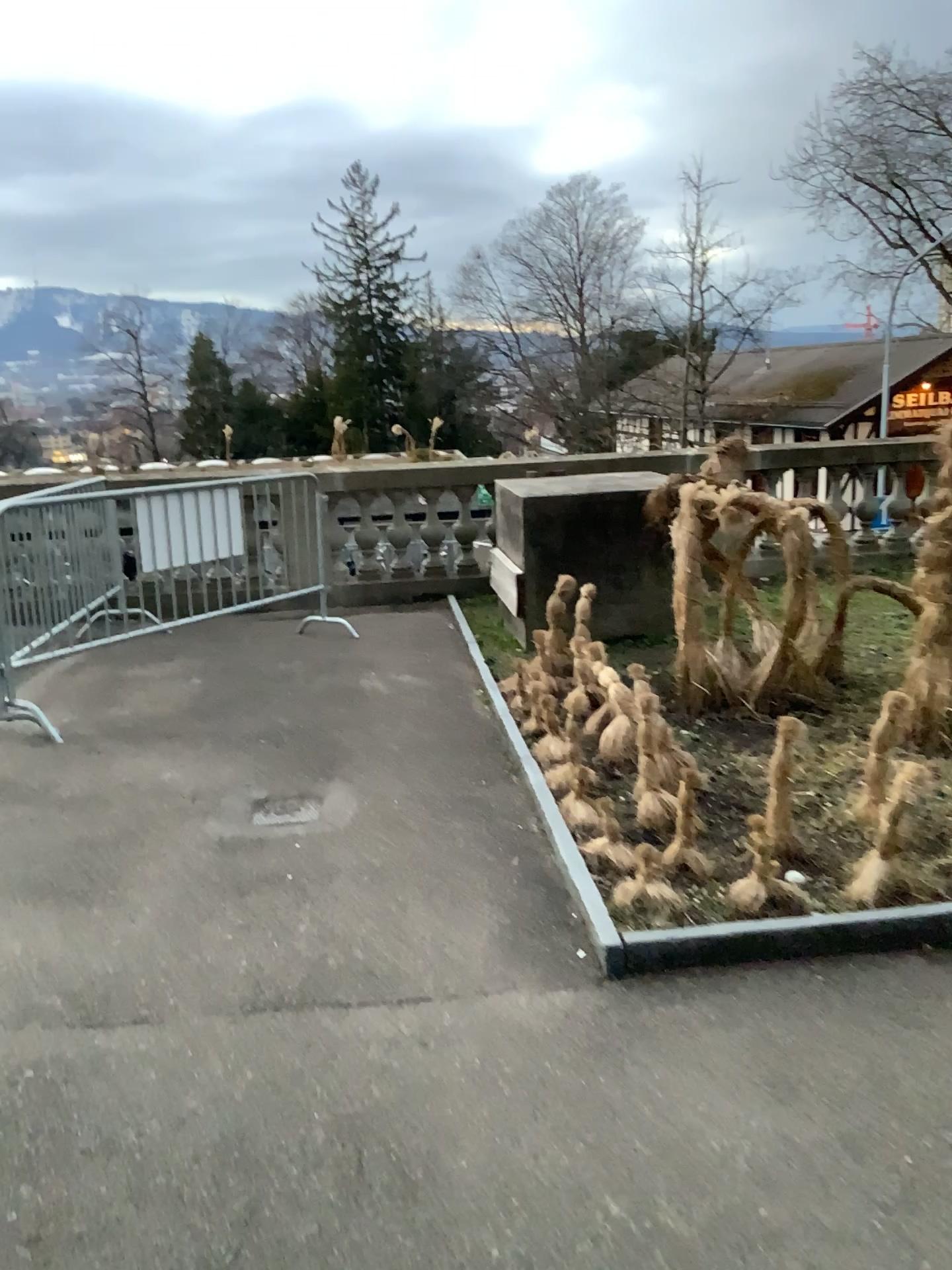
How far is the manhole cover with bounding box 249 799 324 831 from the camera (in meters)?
4.07

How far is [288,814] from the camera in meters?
4.1 m

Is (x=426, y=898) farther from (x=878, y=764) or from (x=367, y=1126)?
(x=878, y=764)
